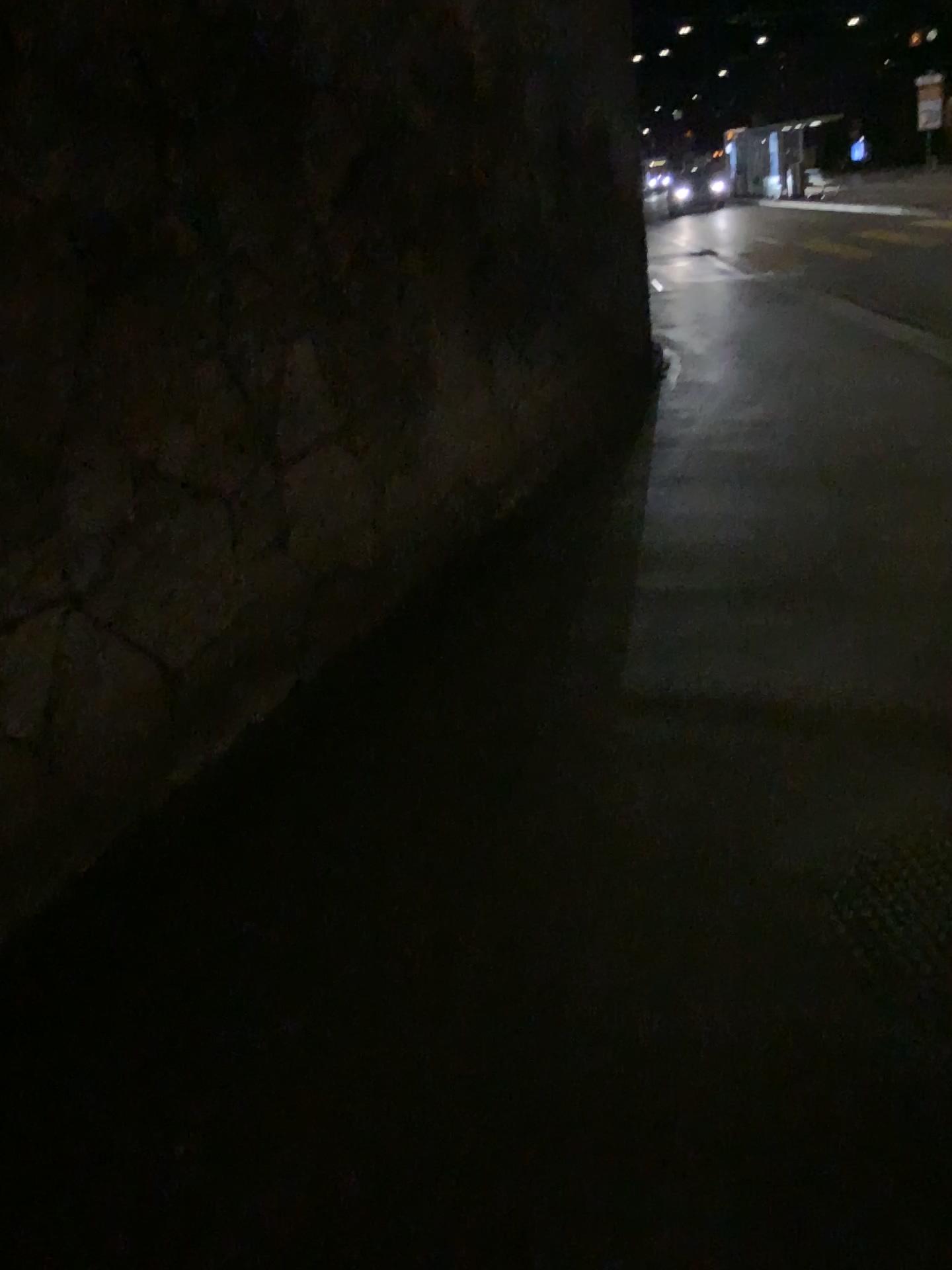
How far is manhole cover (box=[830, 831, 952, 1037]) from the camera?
1.97m

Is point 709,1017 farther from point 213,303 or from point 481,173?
point 481,173

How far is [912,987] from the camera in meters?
2.0 m
